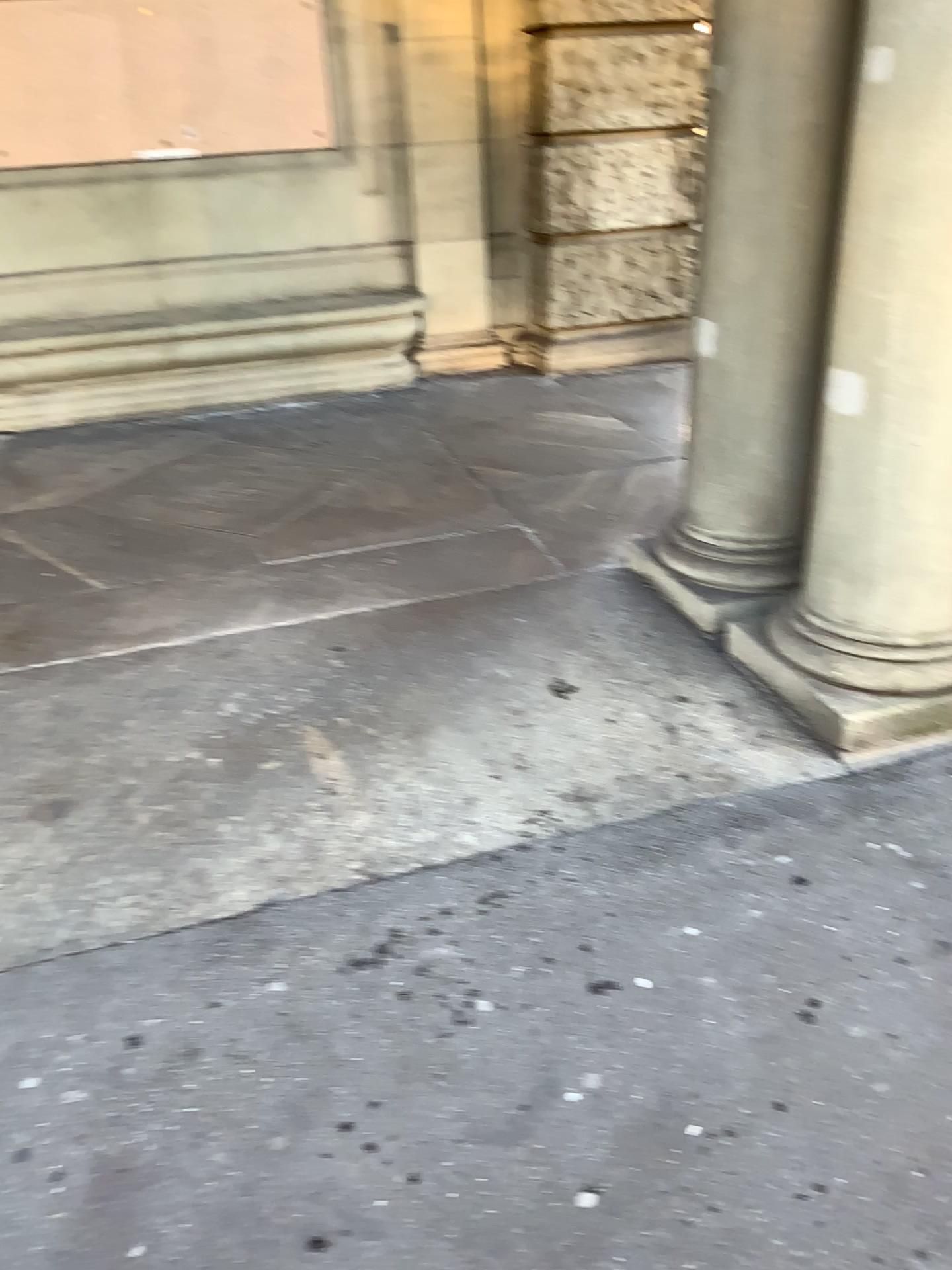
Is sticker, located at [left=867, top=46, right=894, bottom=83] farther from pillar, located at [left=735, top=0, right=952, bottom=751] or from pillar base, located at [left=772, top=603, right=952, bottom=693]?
pillar base, located at [left=772, top=603, right=952, bottom=693]

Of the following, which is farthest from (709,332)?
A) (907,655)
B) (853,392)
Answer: (907,655)

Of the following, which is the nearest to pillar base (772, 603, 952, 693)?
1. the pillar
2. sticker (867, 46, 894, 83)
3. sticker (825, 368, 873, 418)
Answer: the pillar

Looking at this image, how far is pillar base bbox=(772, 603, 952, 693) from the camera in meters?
2.5 m

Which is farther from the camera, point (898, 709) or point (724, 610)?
point (724, 610)

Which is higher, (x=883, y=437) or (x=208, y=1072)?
(x=883, y=437)

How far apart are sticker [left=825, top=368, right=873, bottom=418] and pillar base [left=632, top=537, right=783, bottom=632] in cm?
78

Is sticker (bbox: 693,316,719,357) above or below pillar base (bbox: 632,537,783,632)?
above

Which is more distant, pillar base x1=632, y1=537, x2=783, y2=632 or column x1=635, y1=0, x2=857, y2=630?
pillar base x1=632, y1=537, x2=783, y2=632

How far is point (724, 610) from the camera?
3.2 meters
